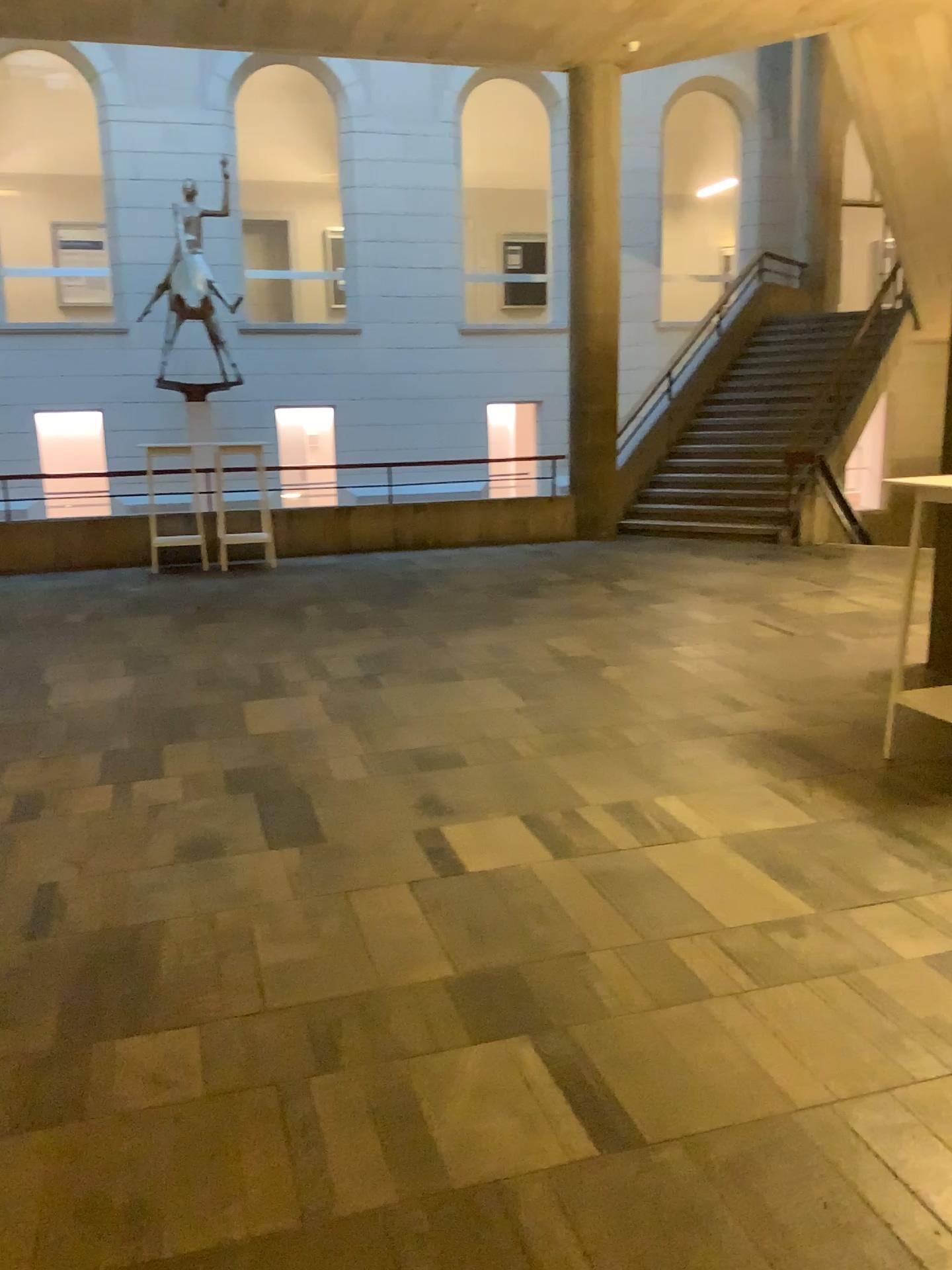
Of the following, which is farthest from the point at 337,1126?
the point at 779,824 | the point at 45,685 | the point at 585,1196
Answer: the point at 45,685
